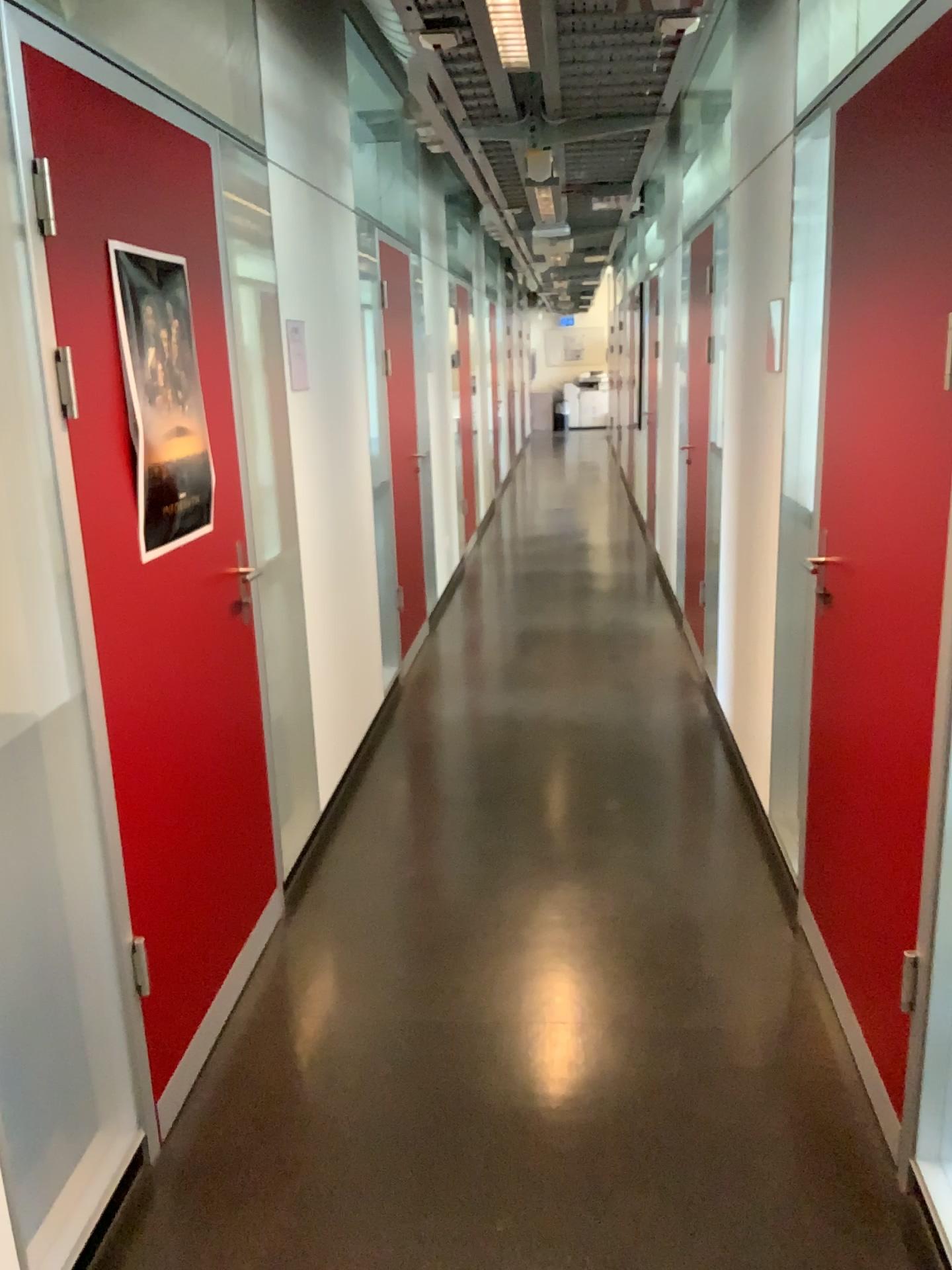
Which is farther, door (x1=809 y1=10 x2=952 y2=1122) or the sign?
the sign

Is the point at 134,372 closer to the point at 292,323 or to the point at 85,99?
the point at 85,99

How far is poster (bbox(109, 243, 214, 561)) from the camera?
2.12m

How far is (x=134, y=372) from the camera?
2.1m

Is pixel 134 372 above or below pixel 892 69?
below

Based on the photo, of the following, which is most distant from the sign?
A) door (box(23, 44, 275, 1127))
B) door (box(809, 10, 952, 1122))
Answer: door (box(809, 10, 952, 1122))

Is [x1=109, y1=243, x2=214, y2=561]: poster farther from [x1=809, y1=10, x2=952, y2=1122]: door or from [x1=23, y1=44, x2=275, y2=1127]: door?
[x1=809, y1=10, x2=952, y2=1122]: door

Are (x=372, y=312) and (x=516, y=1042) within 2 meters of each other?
no

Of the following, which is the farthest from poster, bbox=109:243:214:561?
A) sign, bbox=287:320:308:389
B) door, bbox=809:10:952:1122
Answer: door, bbox=809:10:952:1122

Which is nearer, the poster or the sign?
the poster
